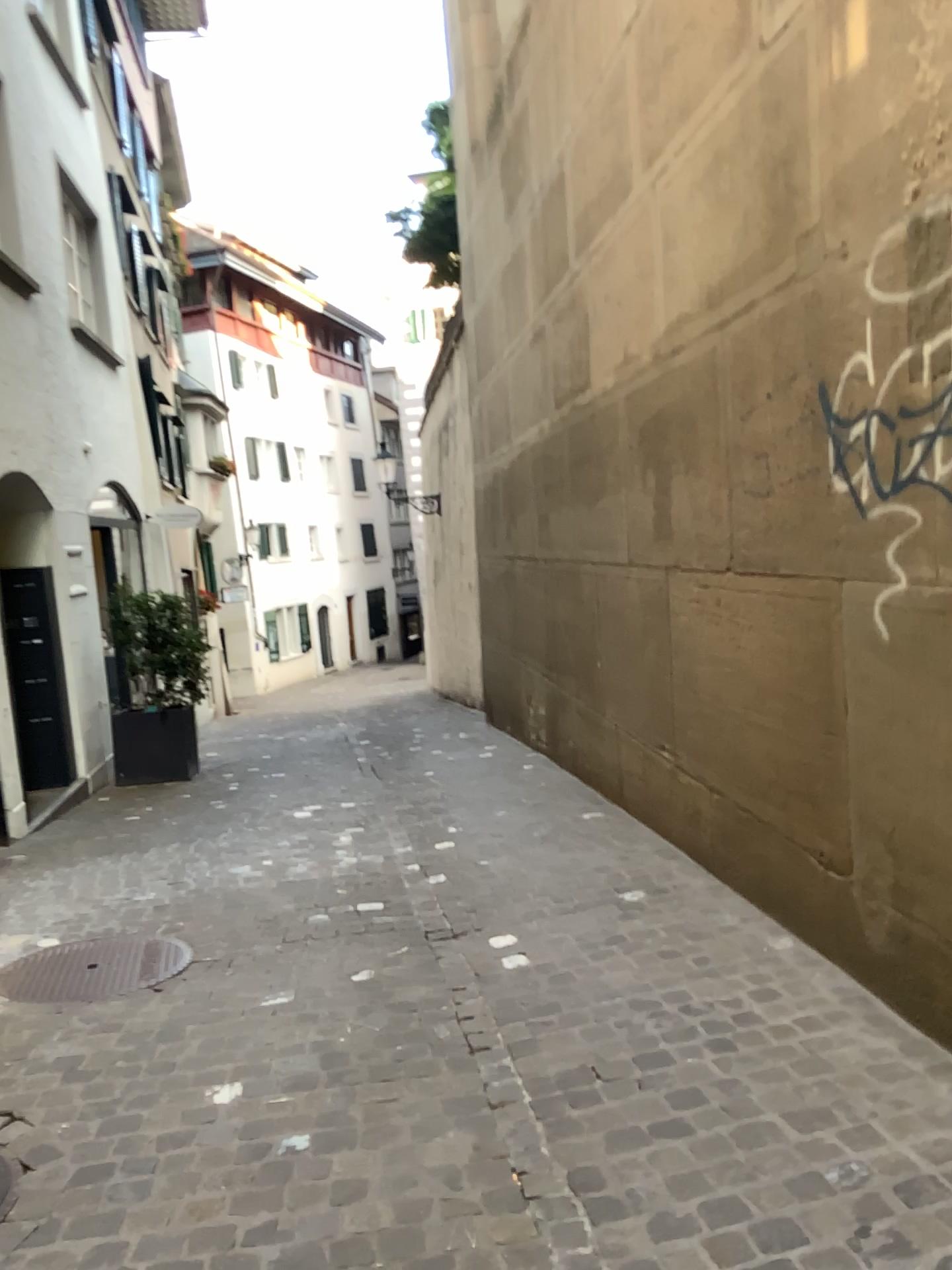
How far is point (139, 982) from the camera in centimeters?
368cm

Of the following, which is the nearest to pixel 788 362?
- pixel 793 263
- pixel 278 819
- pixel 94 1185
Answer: pixel 793 263

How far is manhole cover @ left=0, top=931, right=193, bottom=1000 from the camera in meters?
3.7 m
